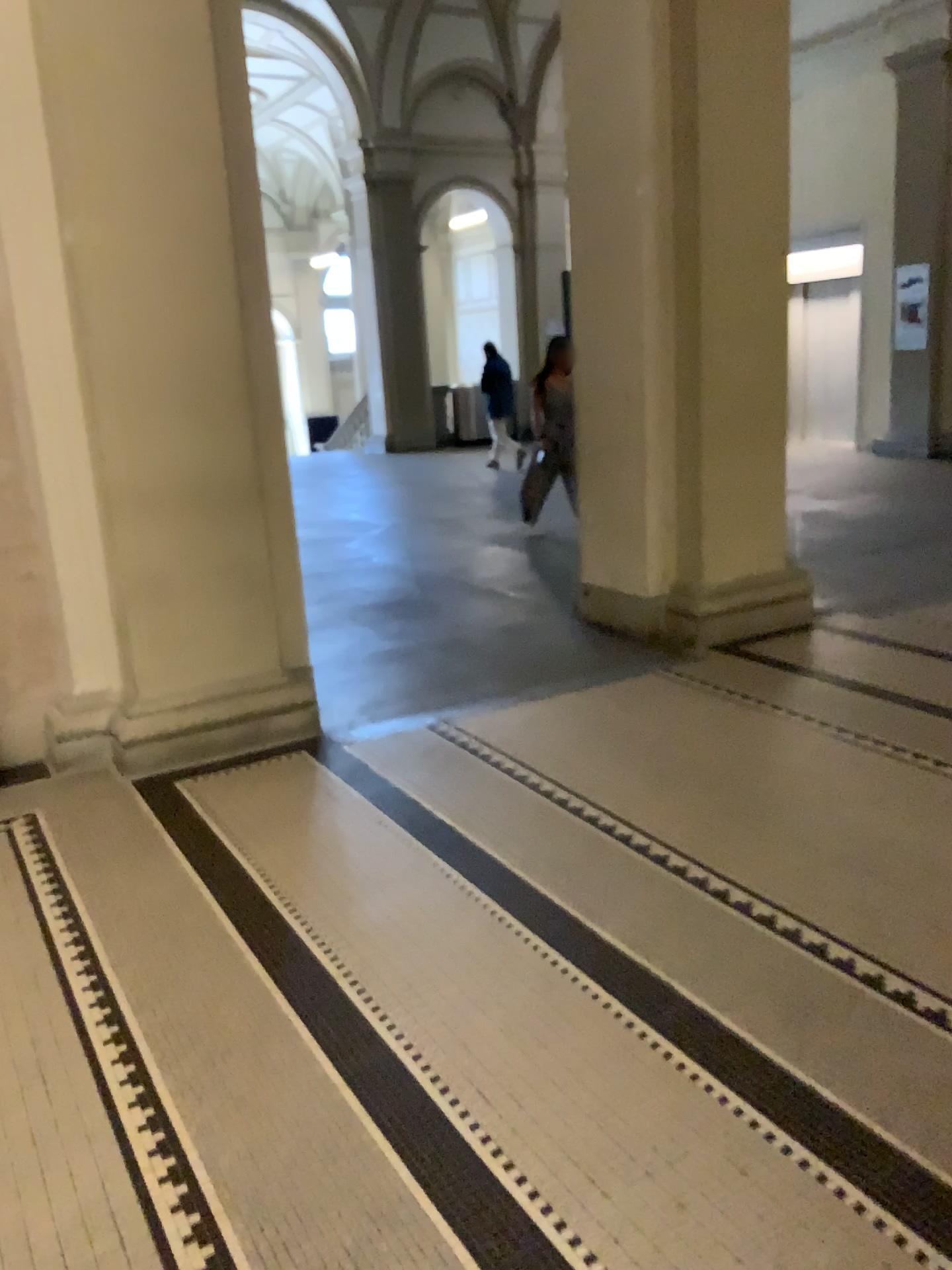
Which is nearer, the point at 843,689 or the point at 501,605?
the point at 843,689
